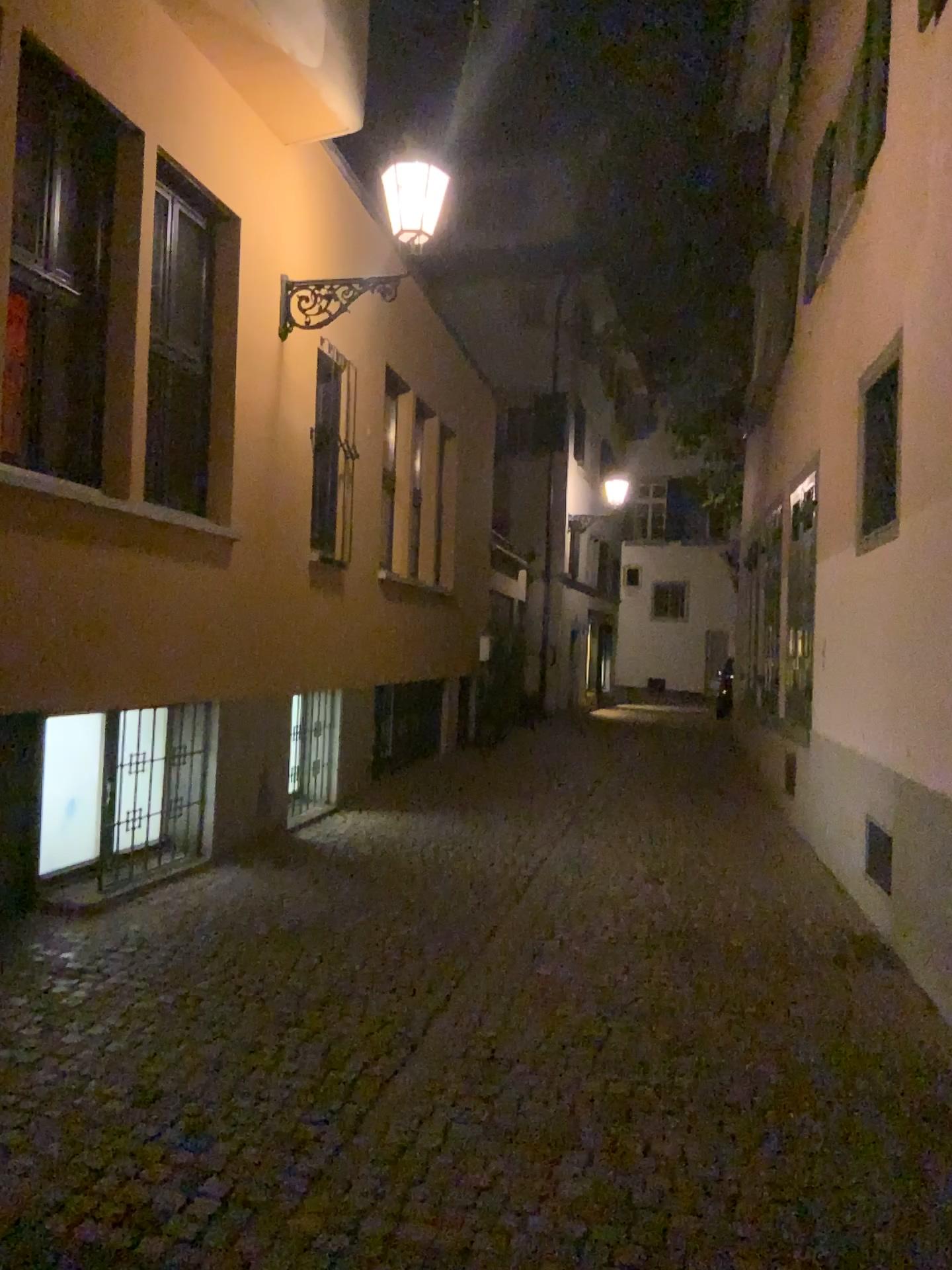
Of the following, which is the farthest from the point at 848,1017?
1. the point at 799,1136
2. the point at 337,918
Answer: the point at 337,918
